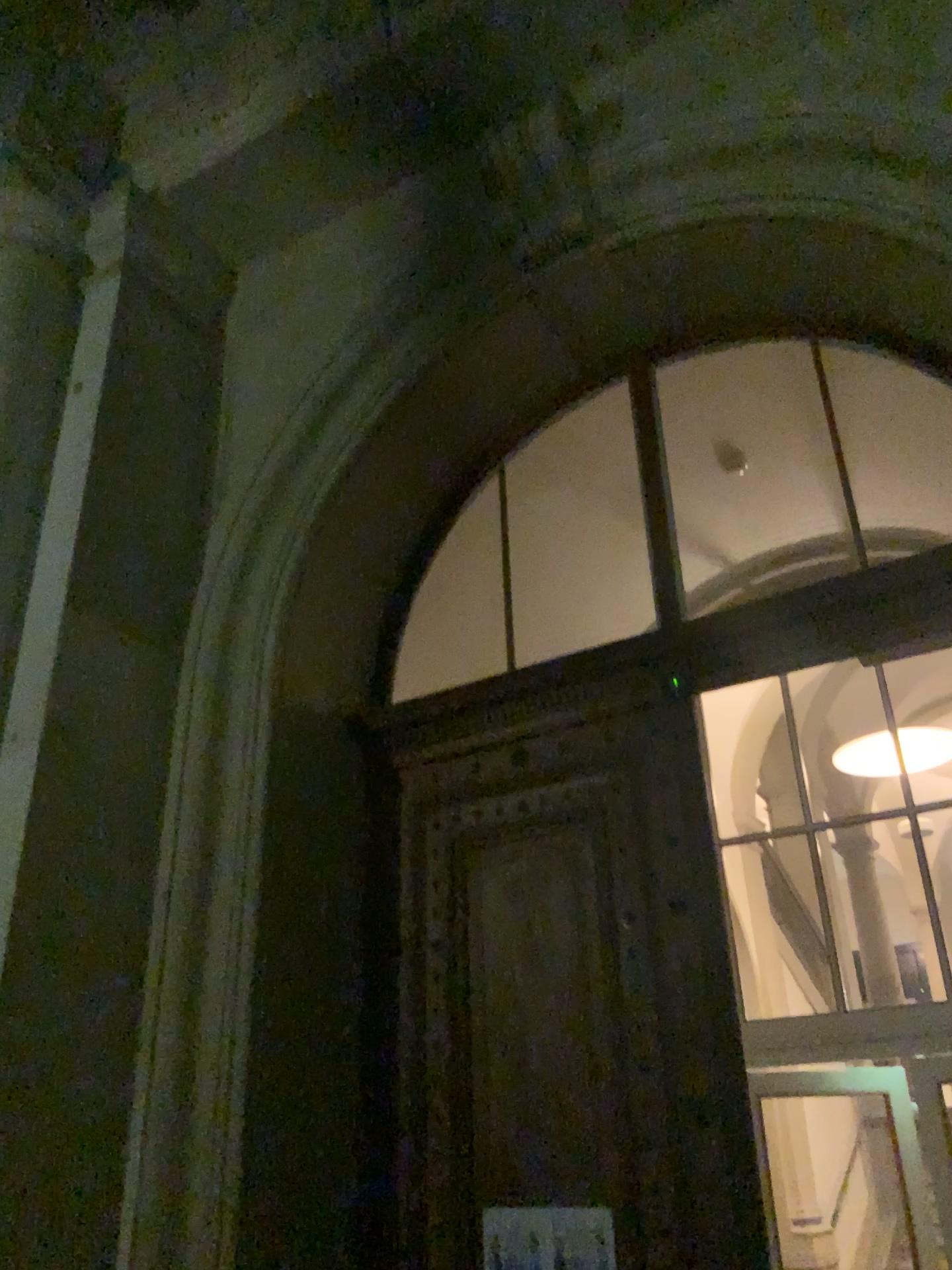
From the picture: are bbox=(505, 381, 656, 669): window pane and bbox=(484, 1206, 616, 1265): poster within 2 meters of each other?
no

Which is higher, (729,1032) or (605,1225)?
(729,1032)

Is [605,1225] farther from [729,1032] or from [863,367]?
[863,367]

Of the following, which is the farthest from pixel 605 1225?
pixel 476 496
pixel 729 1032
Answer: pixel 476 496

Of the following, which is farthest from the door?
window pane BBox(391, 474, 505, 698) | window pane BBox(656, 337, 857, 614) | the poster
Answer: window pane BBox(656, 337, 857, 614)

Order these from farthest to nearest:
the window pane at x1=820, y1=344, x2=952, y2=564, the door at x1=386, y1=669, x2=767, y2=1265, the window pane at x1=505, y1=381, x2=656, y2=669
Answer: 1. the window pane at x1=505, y1=381, x2=656, y2=669
2. the window pane at x1=820, y1=344, x2=952, y2=564
3. the door at x1=386, y1=669, x2=767, y2=1265

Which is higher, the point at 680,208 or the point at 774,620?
the point at 680,208

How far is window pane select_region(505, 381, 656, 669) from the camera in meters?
4.7

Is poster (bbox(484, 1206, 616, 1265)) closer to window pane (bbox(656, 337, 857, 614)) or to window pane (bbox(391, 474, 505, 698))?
window pane (bbox(391, 474, 505, 698))

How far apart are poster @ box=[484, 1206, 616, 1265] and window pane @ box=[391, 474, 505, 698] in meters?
2.2 m
